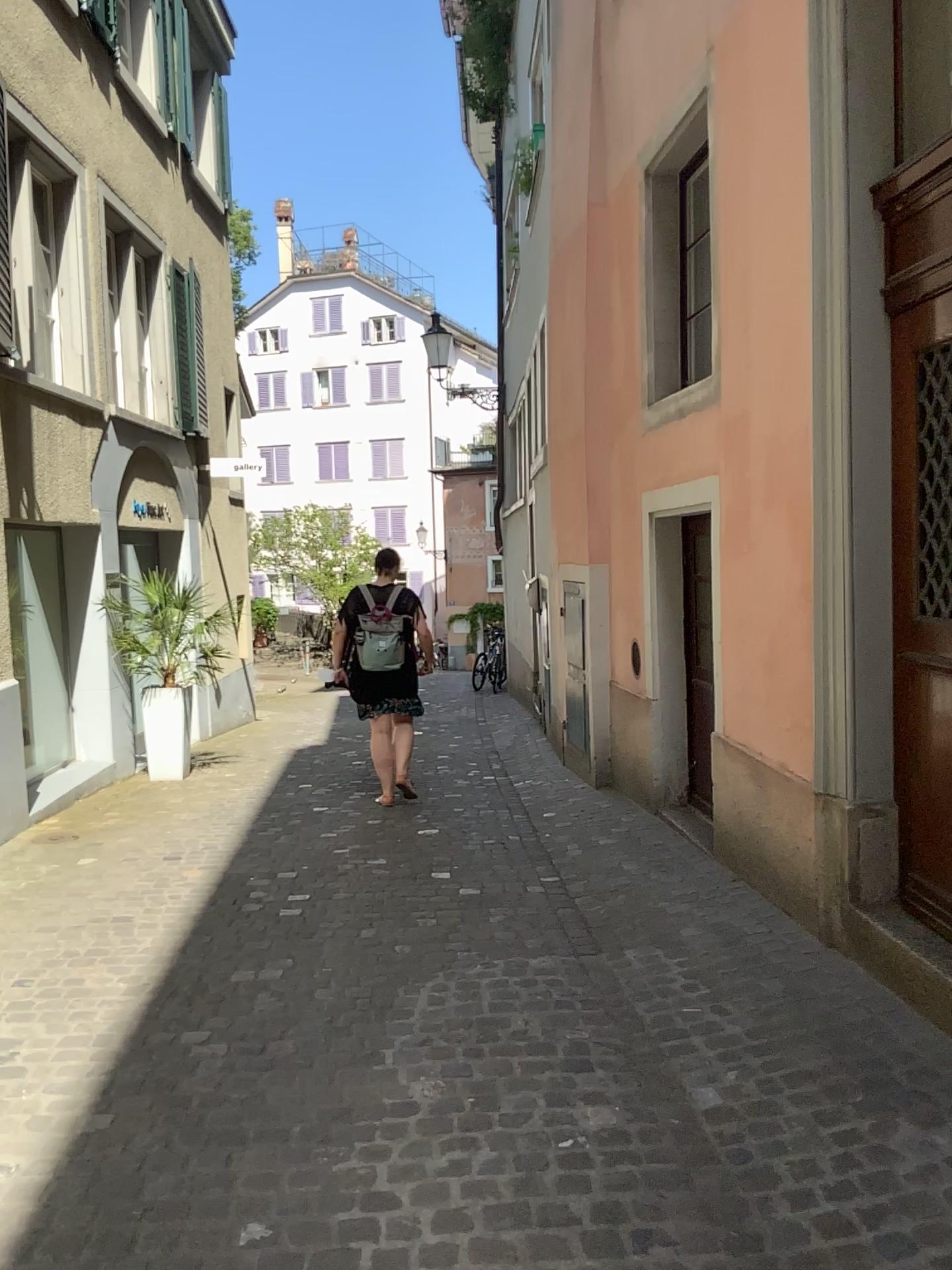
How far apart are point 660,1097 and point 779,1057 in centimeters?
38cm
